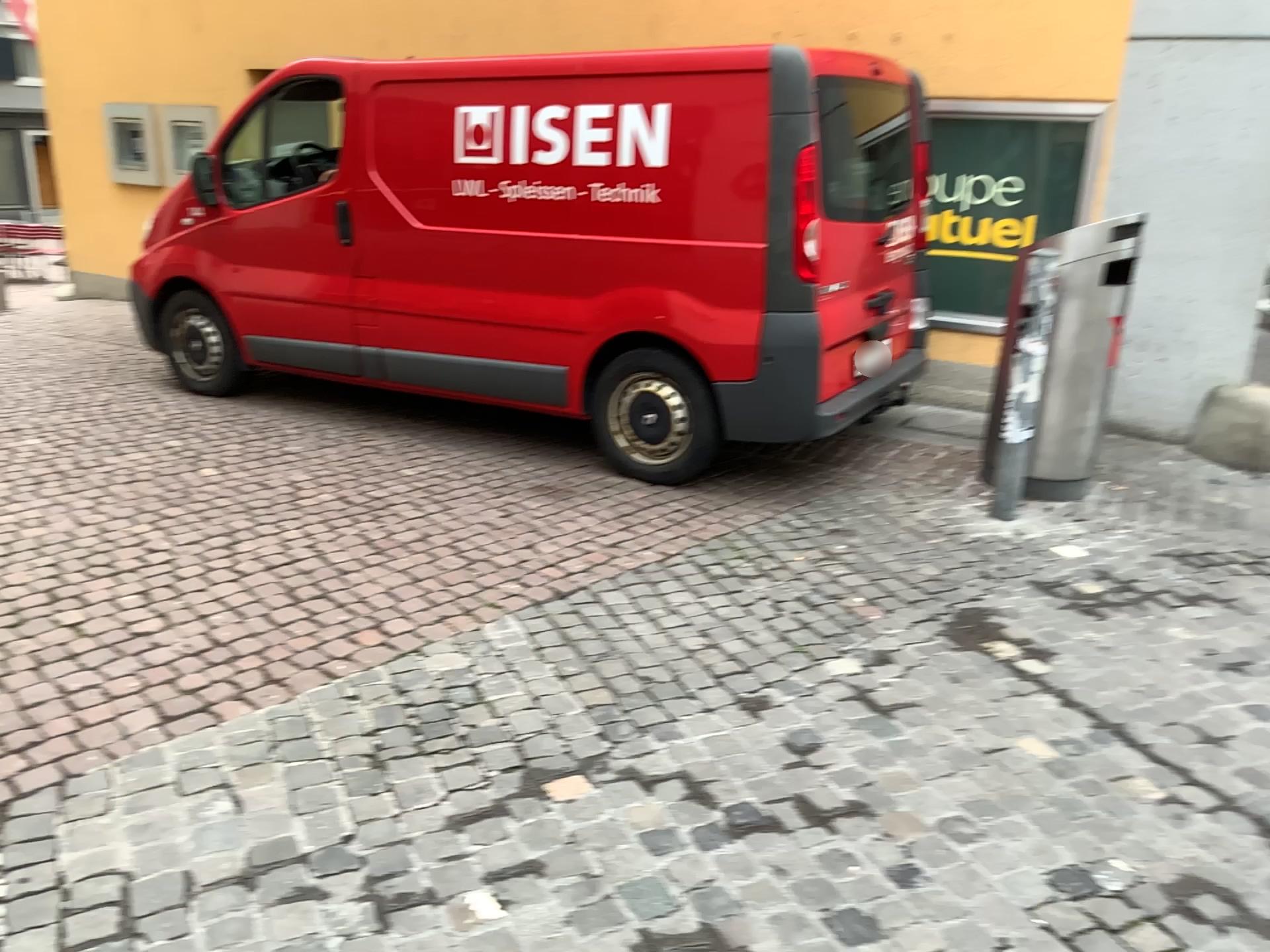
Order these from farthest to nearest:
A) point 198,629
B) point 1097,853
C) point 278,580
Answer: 1. point 278,580
2. point 198,629
3. point 1097,853

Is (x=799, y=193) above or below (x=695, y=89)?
below
